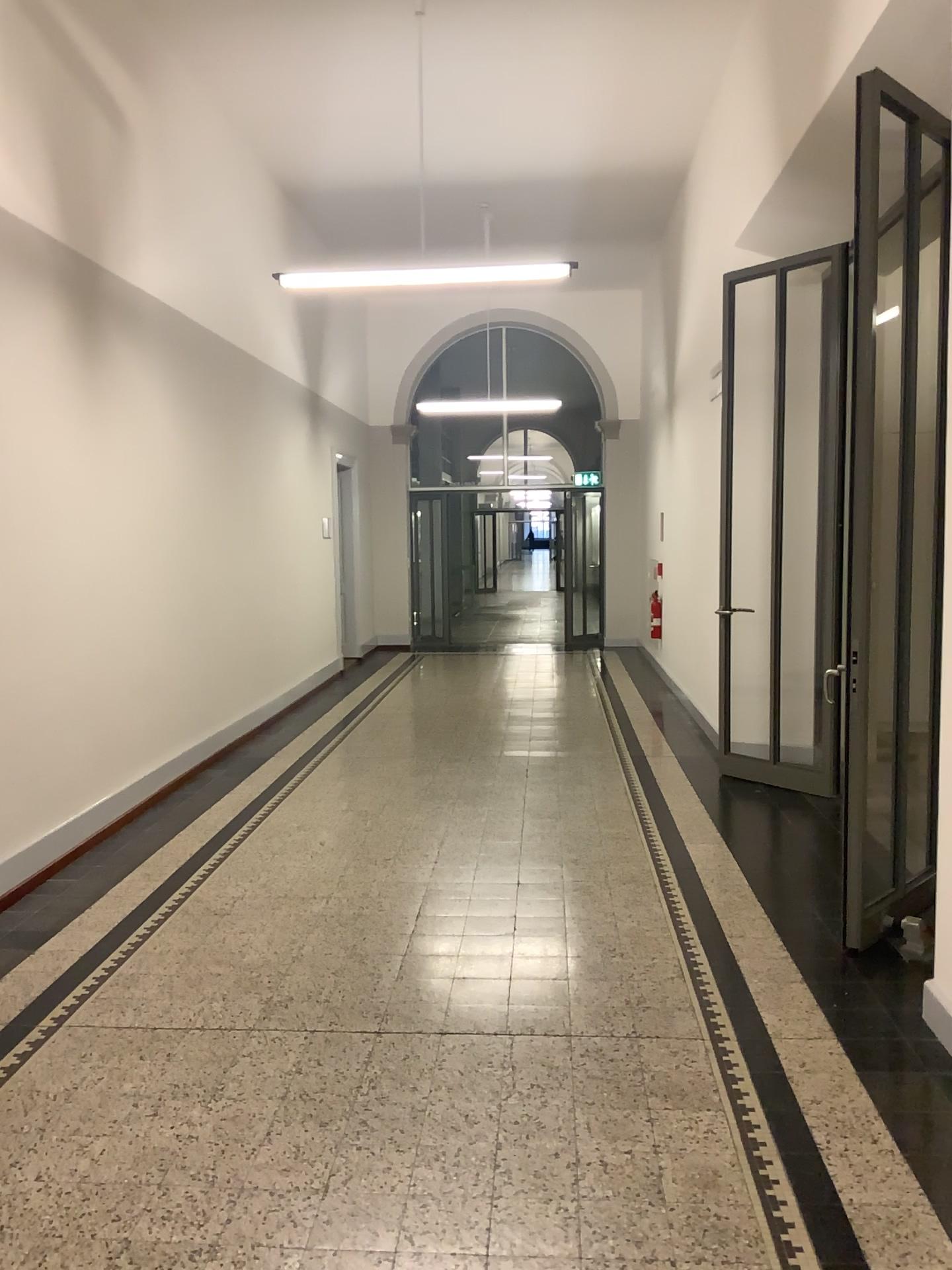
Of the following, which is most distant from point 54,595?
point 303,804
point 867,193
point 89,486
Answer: point 867,193
